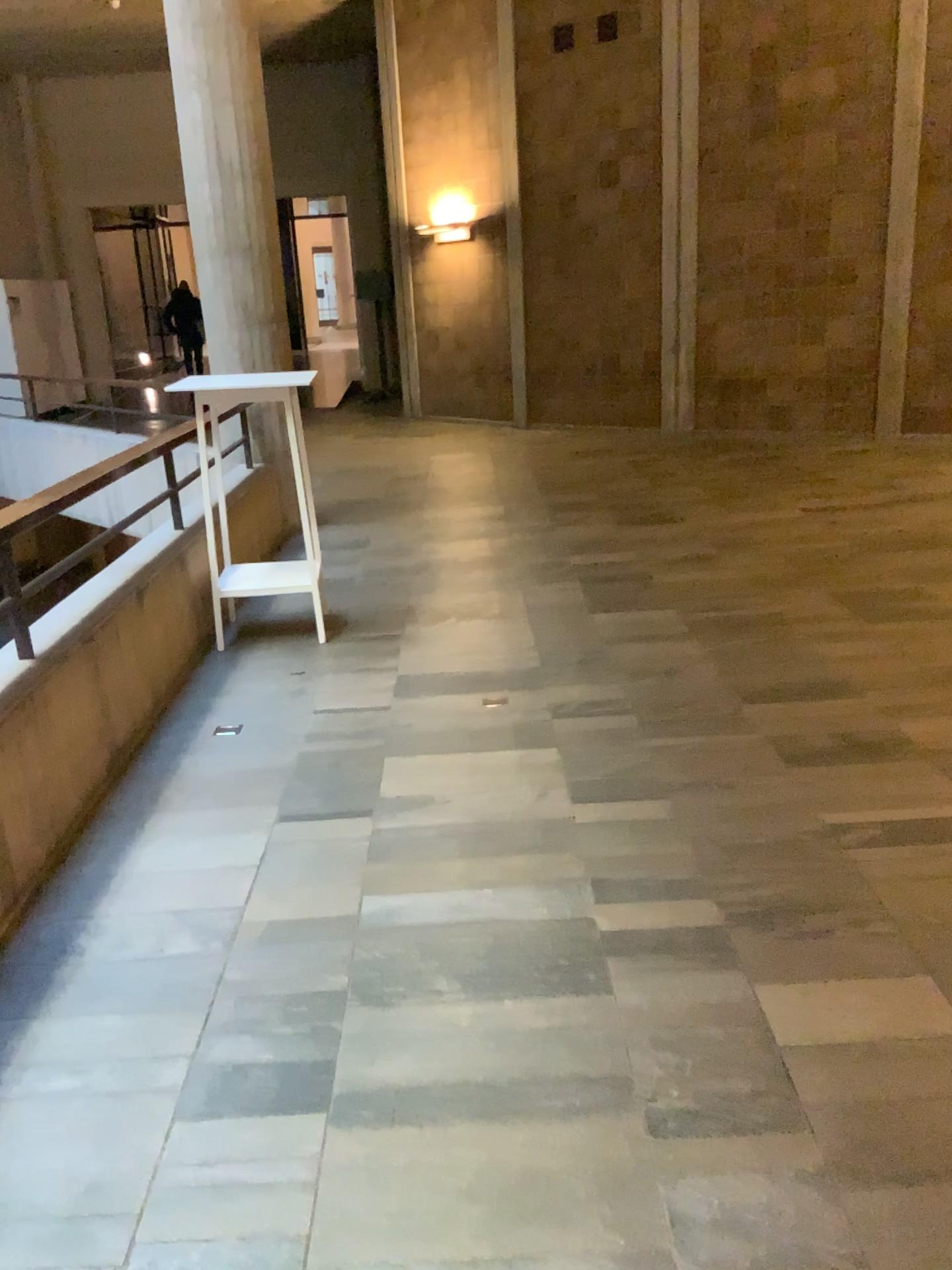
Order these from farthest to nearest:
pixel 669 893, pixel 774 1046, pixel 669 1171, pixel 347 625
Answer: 1. pixel 347 625
2. pixel 669 893
3. pixel 774 1046
4. pixel 669 1171
